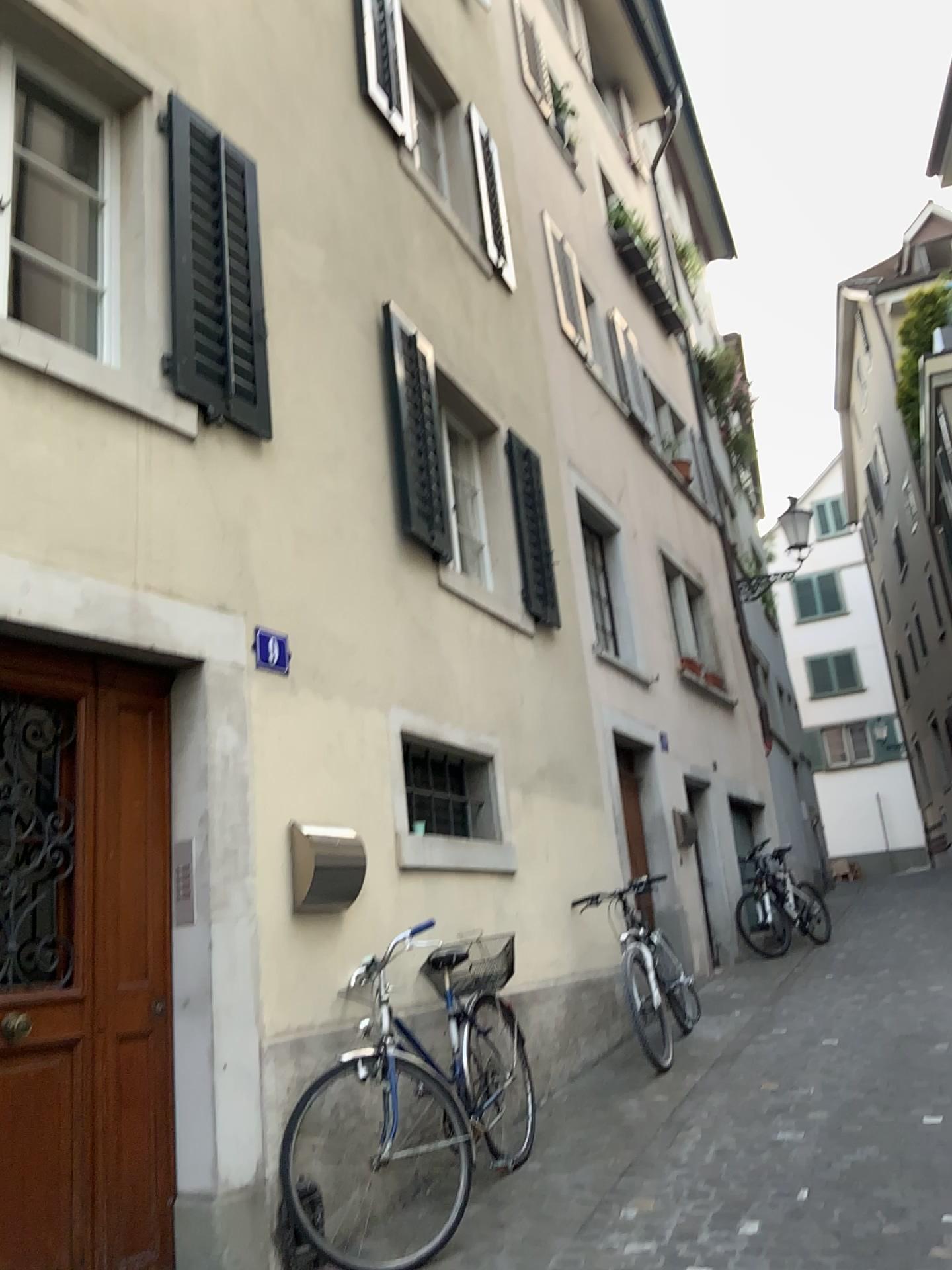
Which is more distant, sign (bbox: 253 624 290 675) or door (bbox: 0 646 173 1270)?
sign (bbox: 253 624 290 675)

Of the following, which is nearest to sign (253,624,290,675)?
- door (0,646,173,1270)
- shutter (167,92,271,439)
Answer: door (0,646,173,1270)

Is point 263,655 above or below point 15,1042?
above

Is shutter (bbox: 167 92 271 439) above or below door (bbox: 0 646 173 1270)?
above

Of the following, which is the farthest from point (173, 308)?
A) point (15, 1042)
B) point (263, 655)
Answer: point (15, 1042)

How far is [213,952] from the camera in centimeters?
356cm

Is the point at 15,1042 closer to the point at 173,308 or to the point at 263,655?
the point at 263,655

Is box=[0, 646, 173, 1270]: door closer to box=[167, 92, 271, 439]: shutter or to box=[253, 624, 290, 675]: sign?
box=[253, 624, 290, 675]: sign
